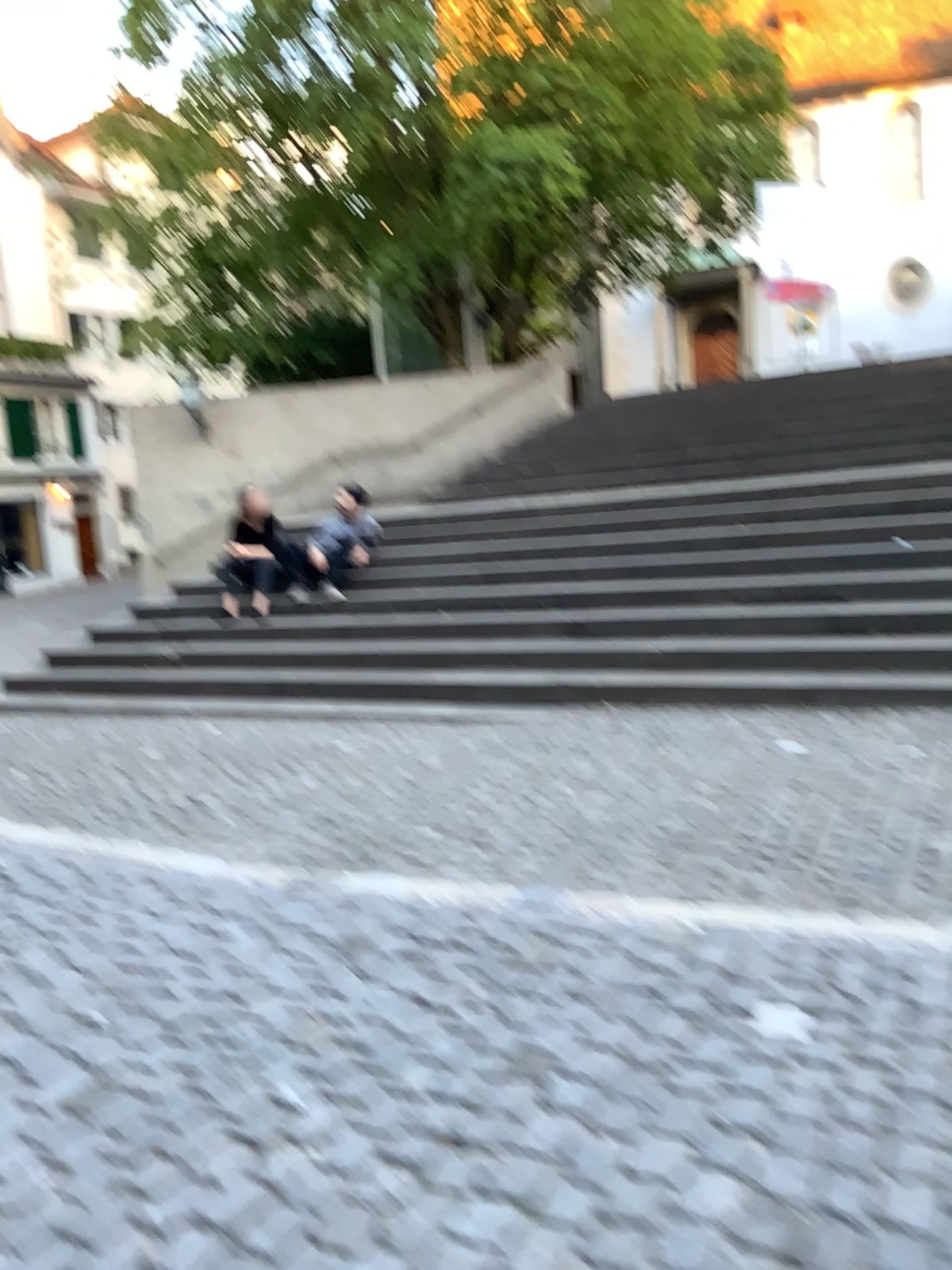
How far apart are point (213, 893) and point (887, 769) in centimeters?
282cm
